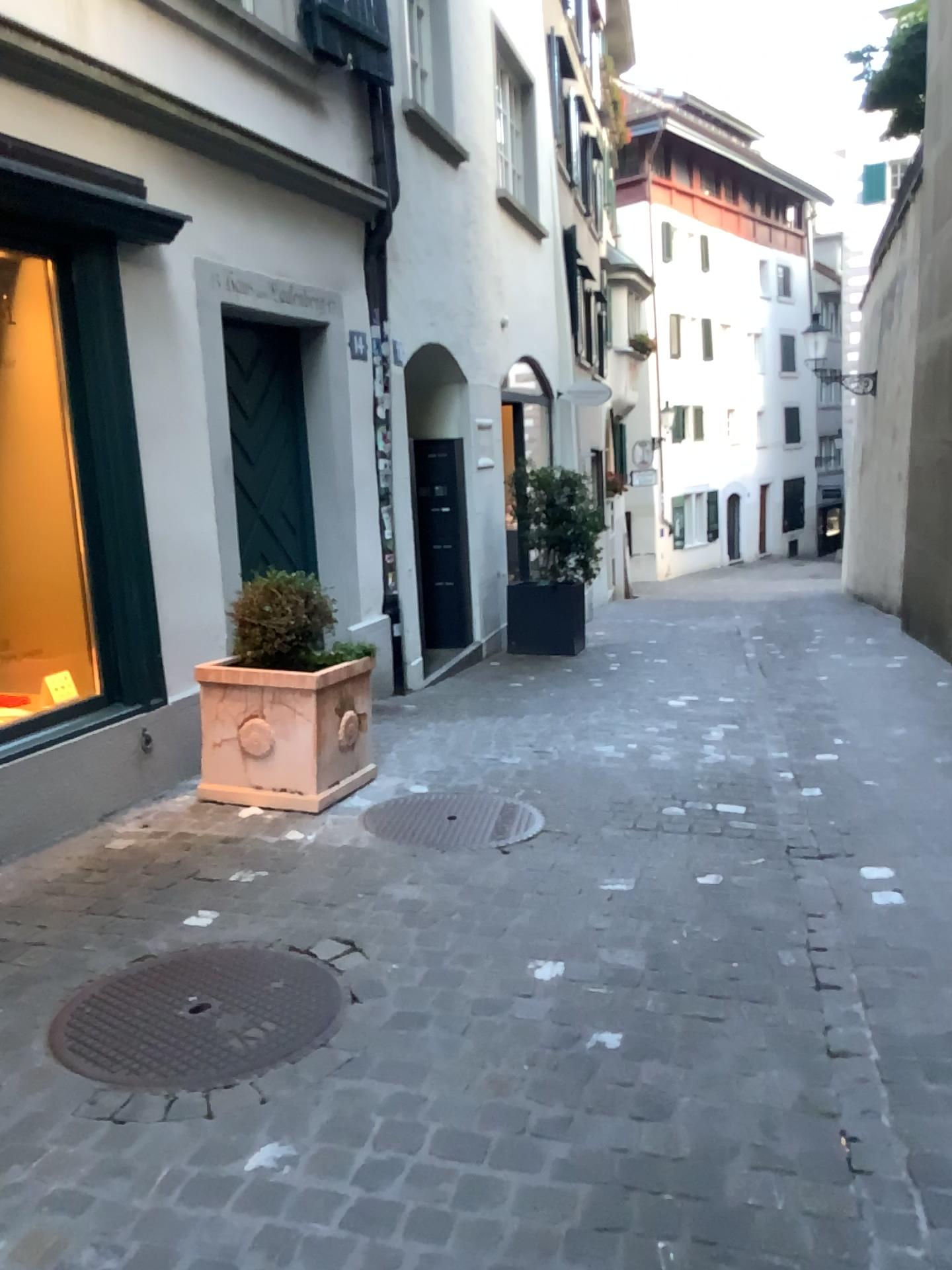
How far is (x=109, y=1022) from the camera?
2.5m

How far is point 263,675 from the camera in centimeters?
412cm

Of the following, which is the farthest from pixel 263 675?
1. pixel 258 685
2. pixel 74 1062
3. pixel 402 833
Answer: pixel 74 1062

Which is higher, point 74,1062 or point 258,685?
point 258,685

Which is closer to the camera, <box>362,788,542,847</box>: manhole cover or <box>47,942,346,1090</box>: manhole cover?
<box>47,942,346,1090</box>: manhole cover

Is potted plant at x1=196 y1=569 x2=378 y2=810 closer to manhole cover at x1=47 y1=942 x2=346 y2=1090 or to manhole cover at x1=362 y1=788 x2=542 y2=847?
manhole cover at x1=362 y1=788 x2=542 y2=847

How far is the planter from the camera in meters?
4.1 m

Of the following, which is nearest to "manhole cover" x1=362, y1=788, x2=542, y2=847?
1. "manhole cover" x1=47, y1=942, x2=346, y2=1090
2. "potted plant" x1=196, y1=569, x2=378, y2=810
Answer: "potted plant" x1=196, y1=569, x2=378, y2=810

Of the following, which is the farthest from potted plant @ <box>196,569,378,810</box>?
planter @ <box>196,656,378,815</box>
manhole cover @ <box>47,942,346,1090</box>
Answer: manhole cover @ <box>47,942,346,1090</box>
